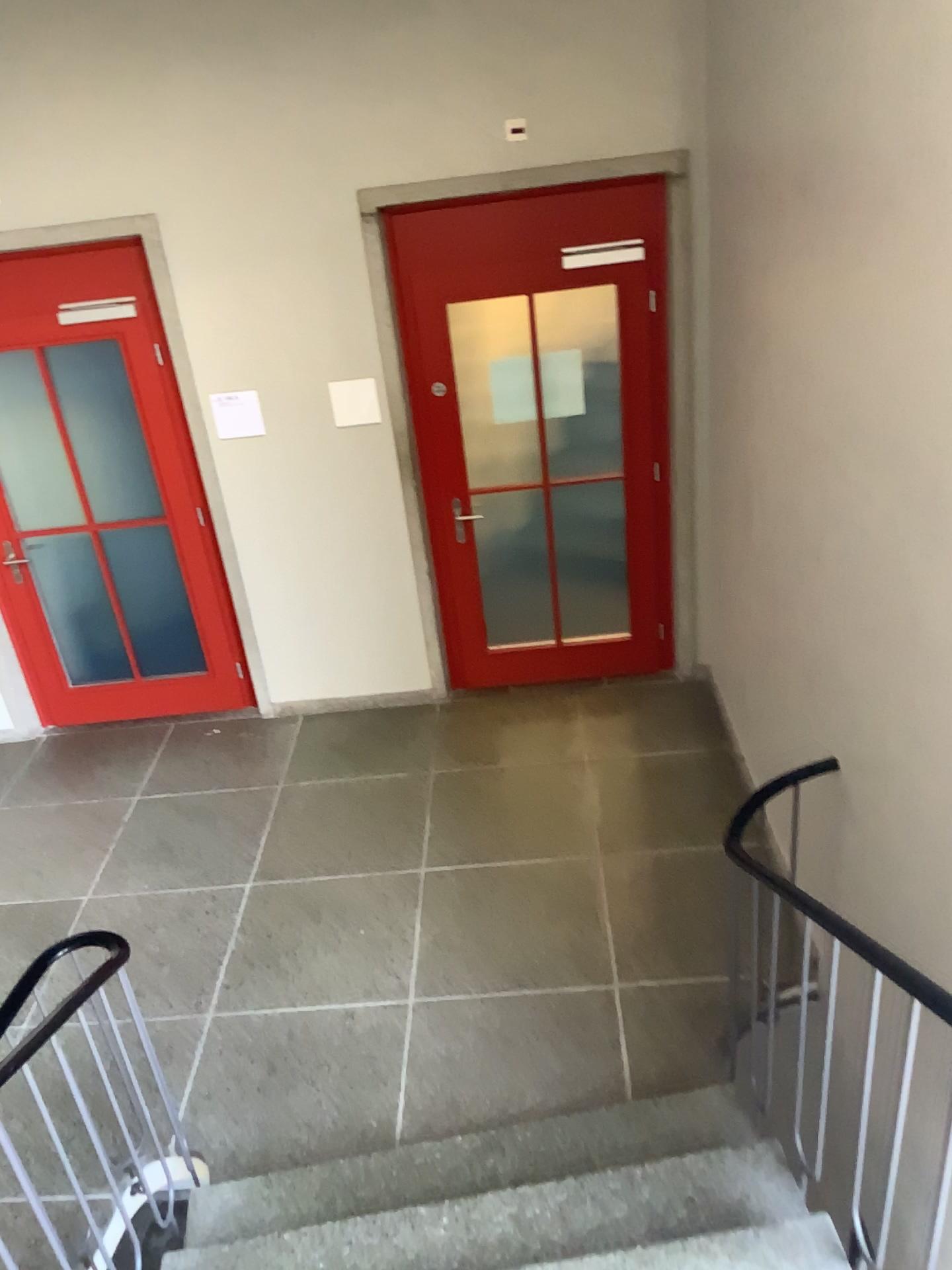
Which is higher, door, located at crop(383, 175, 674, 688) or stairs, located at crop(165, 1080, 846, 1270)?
door, located at crop(383, 175, 674, 688)

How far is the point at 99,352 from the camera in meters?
4.8 m

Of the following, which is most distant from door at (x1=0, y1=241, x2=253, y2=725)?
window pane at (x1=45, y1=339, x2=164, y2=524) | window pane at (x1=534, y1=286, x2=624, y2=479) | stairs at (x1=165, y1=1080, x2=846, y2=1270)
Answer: stairs at (x1=165, y1=1080, x2=846, y2=1270)

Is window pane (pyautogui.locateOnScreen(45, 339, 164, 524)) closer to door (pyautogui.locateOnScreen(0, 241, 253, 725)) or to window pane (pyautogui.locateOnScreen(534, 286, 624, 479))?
door (pyautogui.locateOnScreen(0, 241, 253, 725))

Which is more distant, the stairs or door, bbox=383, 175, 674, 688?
door, bbox=383, 175, 674, 688

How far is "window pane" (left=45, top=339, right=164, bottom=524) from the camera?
4.8 meters

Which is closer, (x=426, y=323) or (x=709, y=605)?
(x=426, y=323)

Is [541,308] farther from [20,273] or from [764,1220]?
[764,1220]

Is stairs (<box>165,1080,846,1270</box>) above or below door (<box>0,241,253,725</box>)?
below

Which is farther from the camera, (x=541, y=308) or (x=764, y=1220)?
(x=541, y=308)
